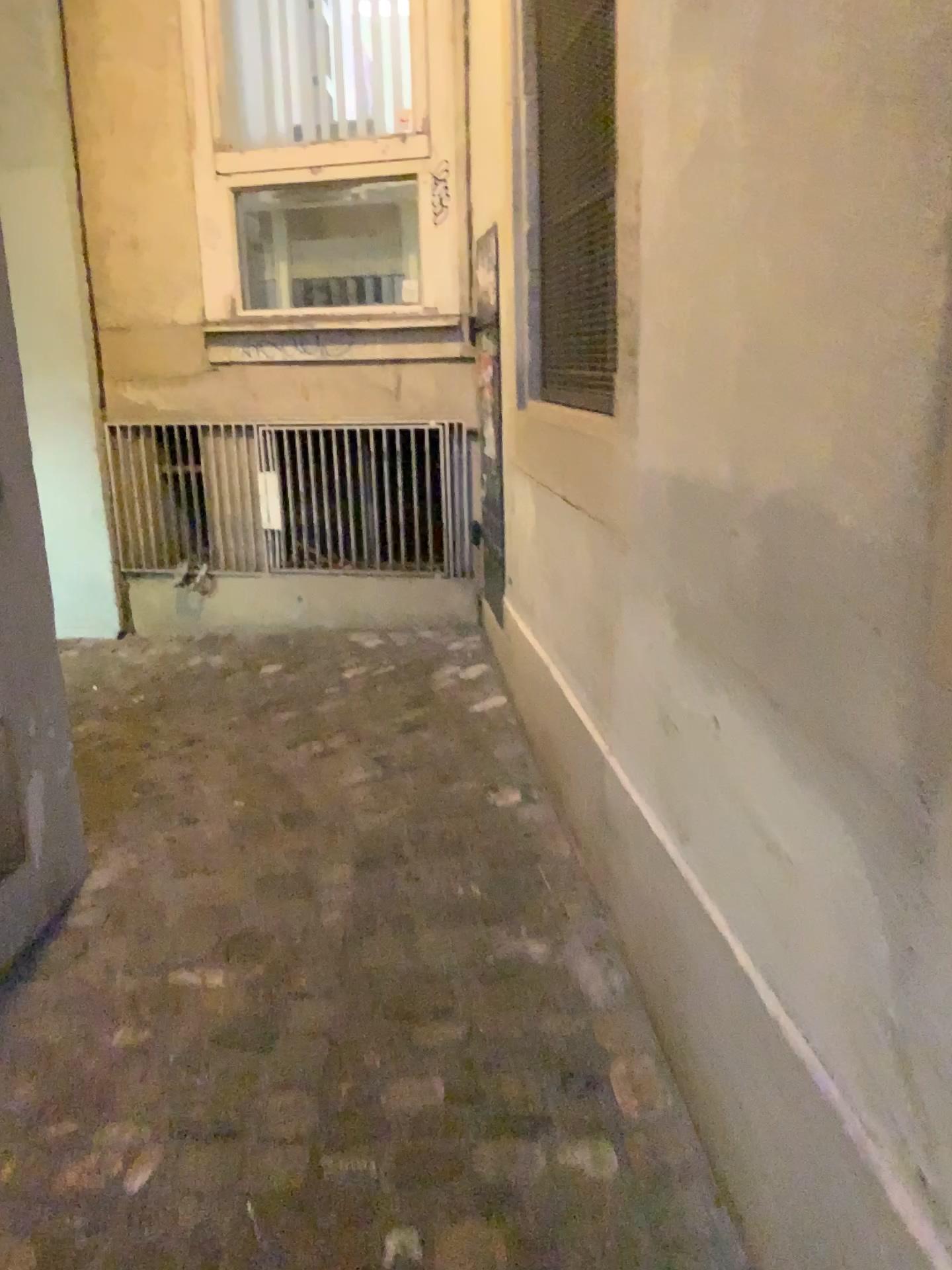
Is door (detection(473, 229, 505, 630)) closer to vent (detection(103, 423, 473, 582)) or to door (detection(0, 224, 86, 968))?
vent (detection(103, 423, 473, 582))

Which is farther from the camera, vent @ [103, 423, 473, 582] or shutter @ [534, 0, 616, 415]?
vent @ [103, 423, 473, 582]

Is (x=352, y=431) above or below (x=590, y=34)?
below

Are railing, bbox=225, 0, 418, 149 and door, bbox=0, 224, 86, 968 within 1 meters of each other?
no

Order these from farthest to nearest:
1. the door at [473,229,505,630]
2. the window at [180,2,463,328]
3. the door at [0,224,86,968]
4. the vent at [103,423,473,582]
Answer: the vent at [103,423,473,582], the window at [180,2,463,328], the door at [473,229,505,630], the door at [0,224,86,968]

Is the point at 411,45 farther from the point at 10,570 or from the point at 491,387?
the point at 10,570

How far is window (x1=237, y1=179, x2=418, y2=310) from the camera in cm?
407

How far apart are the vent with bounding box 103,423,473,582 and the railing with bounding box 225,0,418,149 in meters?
1.2

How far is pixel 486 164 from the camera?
3.3m

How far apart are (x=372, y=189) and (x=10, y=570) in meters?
2.6 m
